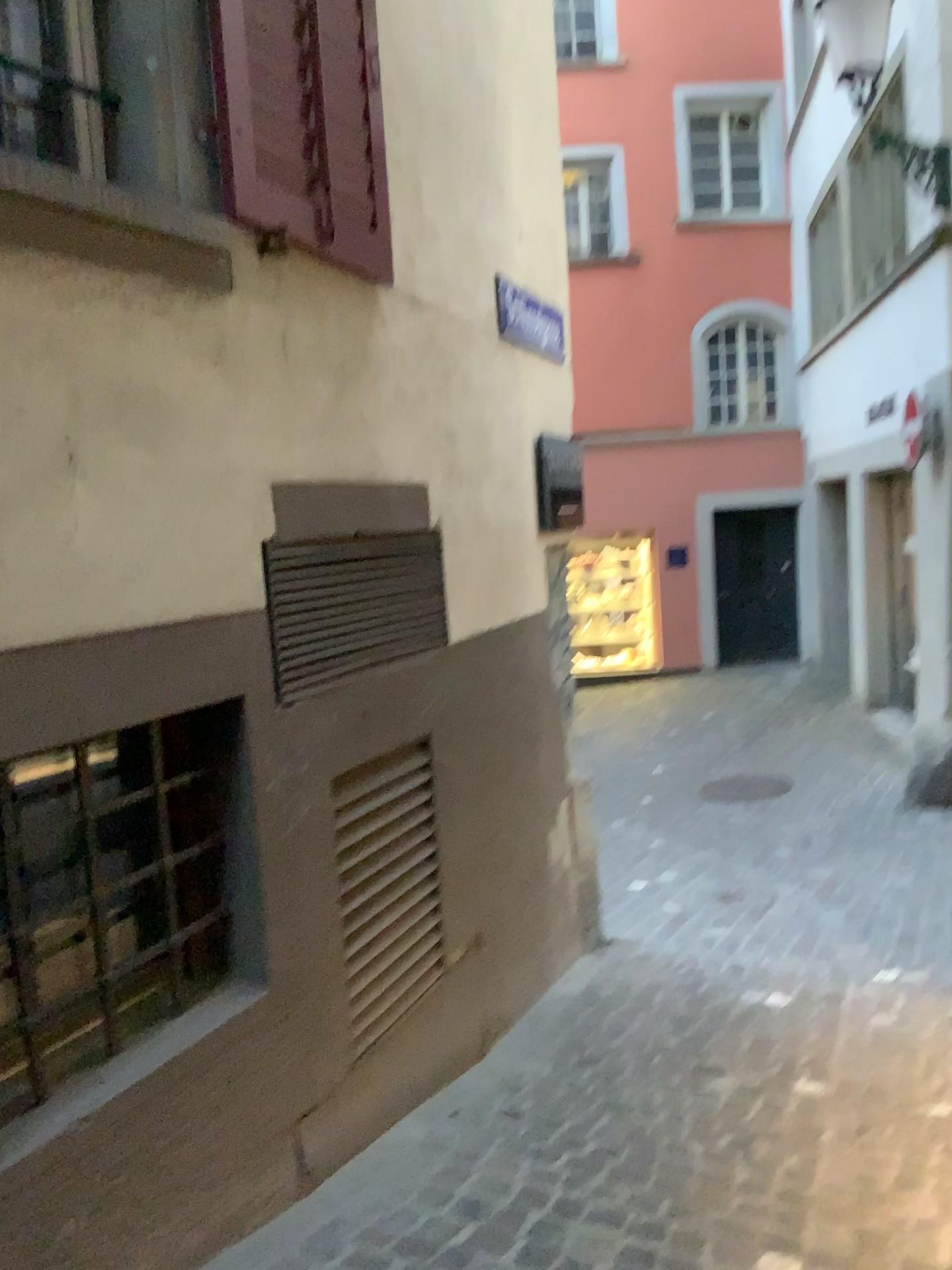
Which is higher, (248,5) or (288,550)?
(248,5)

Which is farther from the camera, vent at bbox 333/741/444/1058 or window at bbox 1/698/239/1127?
vent at bbox 333/741/444/1058

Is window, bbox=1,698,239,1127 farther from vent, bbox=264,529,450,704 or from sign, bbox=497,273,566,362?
sign, bbox=497,273,566,362

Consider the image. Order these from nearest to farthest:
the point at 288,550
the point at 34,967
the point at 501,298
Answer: the point at 34,967
the point at 288,550
the point at 501,298

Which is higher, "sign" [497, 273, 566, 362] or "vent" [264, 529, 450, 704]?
"sign" [497, 273, 566, 362]

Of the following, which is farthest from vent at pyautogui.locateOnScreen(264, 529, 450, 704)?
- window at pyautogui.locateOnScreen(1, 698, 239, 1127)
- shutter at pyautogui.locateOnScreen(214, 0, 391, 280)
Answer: shutter at pyautogui.locateOnScreen(214, 0, 391, 280)

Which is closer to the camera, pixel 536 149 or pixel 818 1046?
pixel 818 1046

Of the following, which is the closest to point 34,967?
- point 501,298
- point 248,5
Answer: point 248,5

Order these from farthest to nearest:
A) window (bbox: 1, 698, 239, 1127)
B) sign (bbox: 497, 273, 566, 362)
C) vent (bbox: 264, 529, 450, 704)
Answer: sign (bbox: 497, 273, 566, 362) → vent (bbox: 264, 529, 450, 704) → window (bbox: 1, 698, 239, 1127)

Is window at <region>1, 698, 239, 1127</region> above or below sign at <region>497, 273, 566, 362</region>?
below
